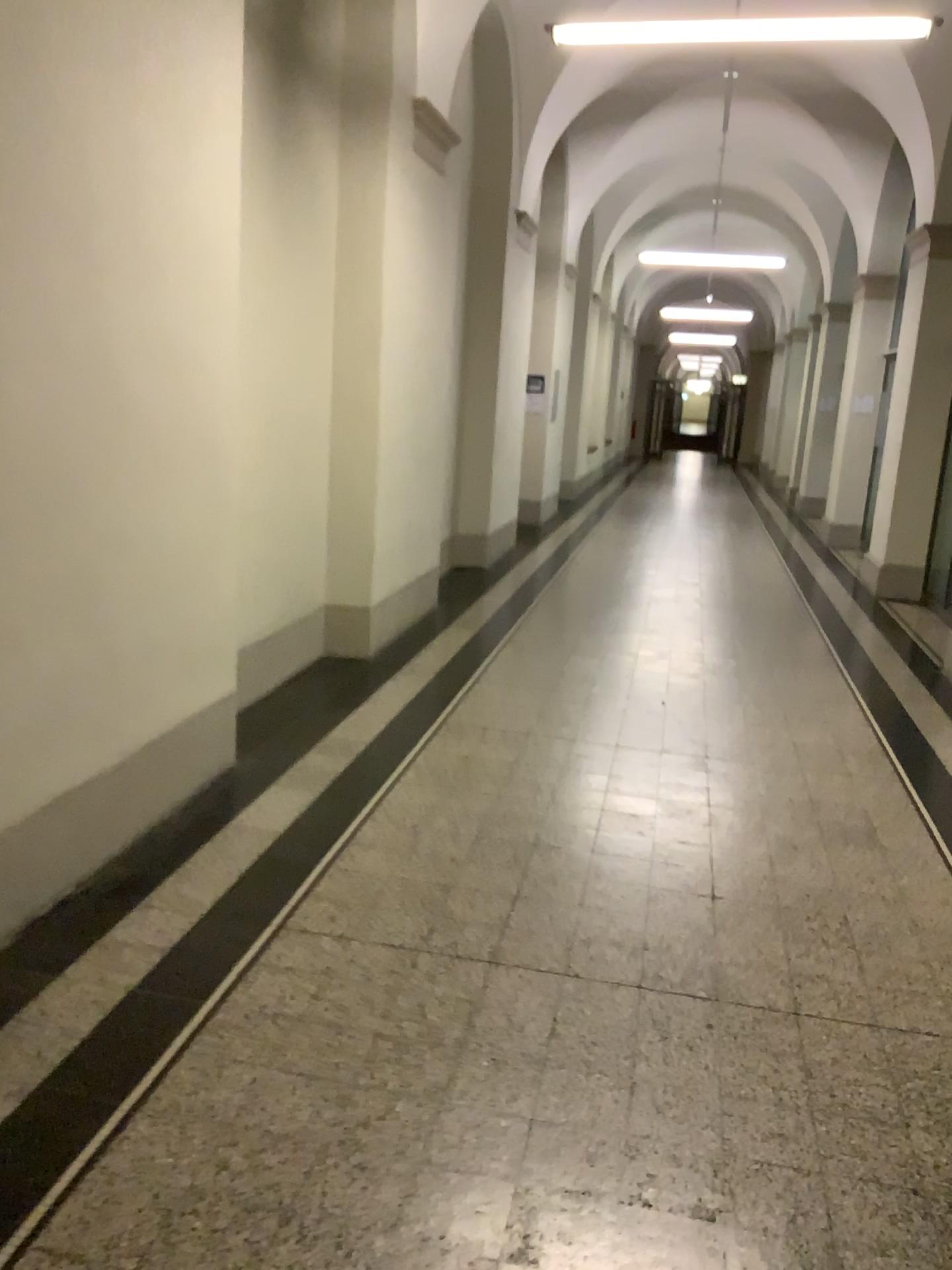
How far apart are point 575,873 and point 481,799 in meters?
0.7 m
